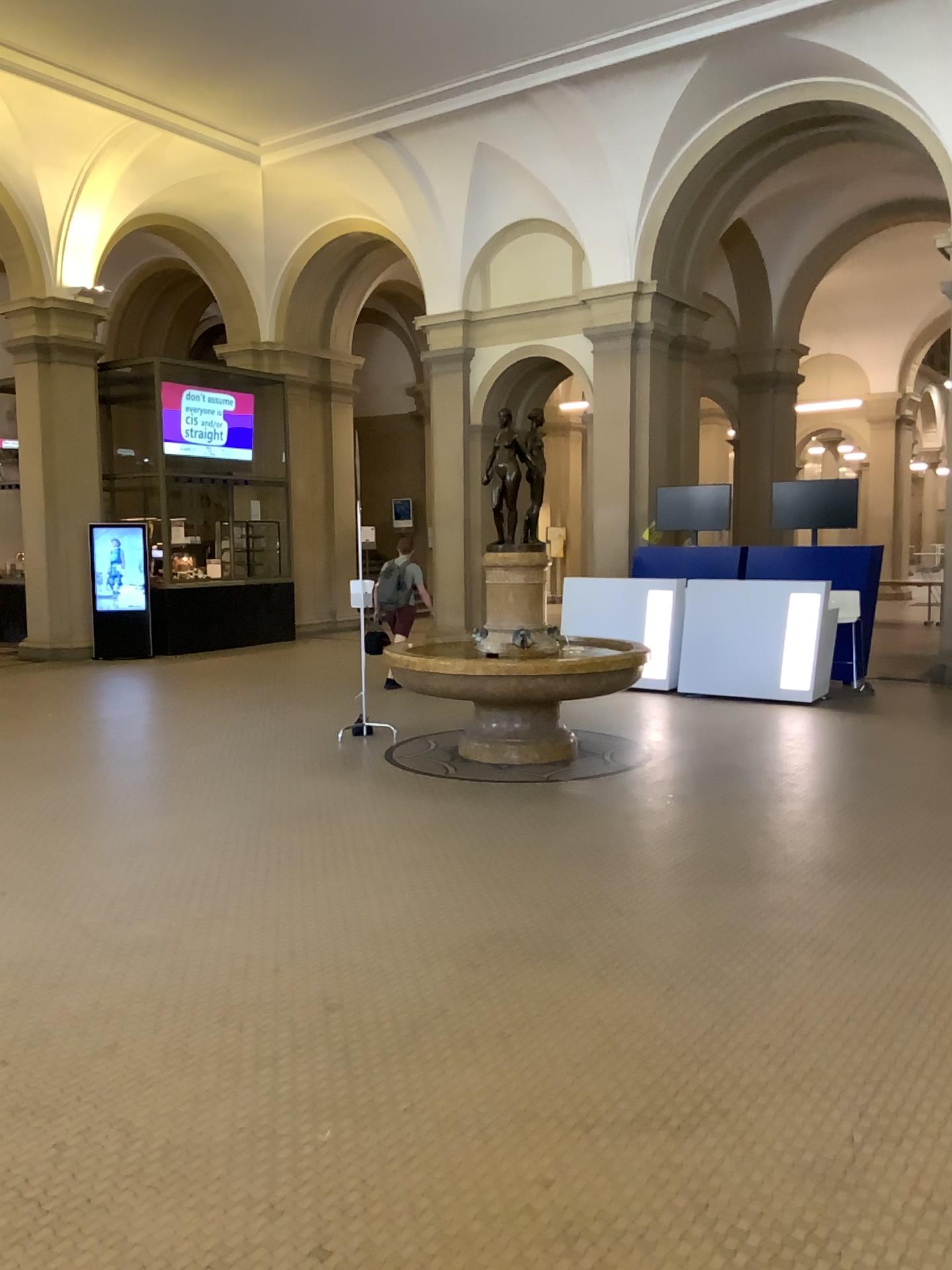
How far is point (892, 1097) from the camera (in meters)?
2.97
